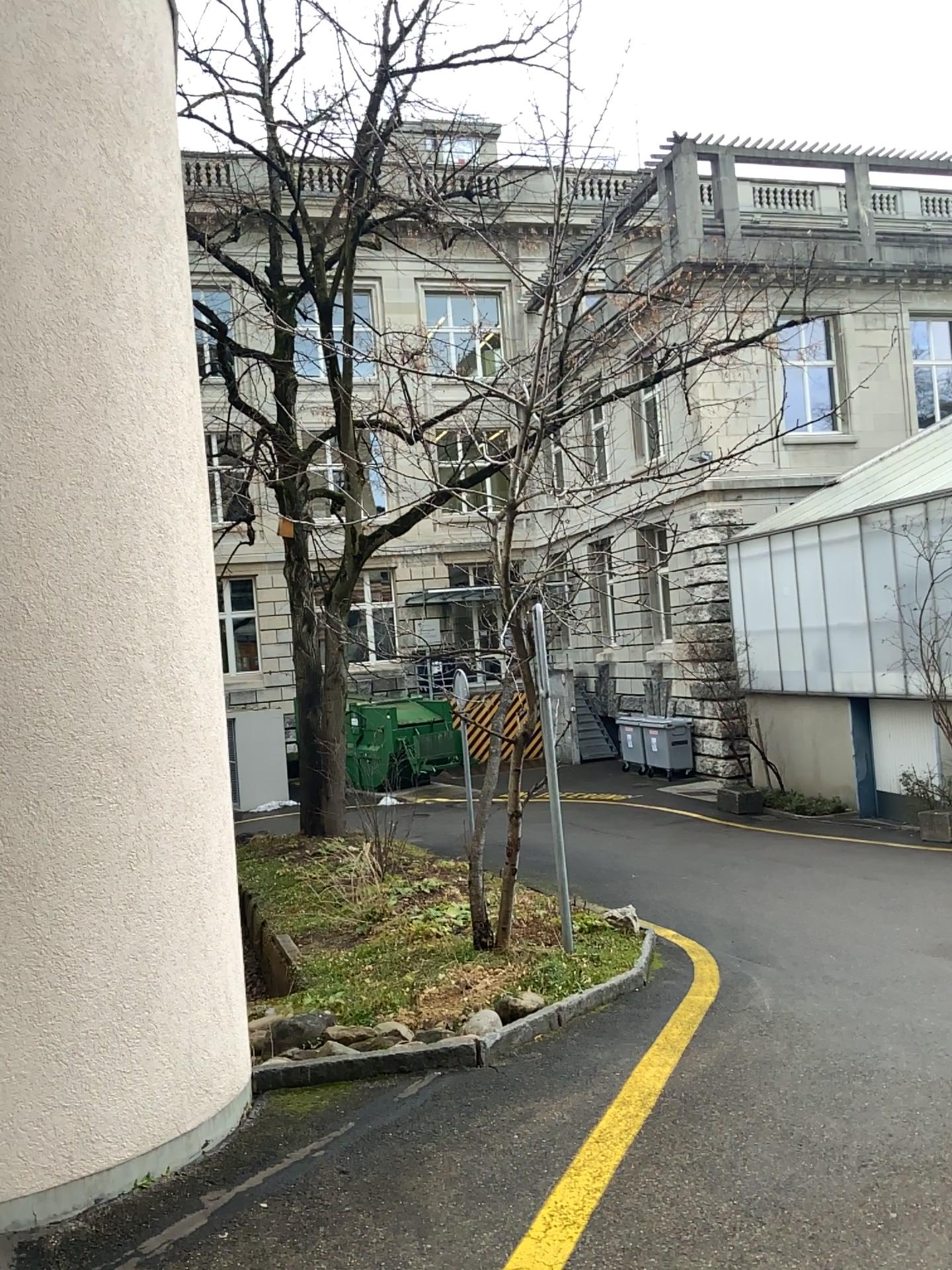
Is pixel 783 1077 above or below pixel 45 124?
below
